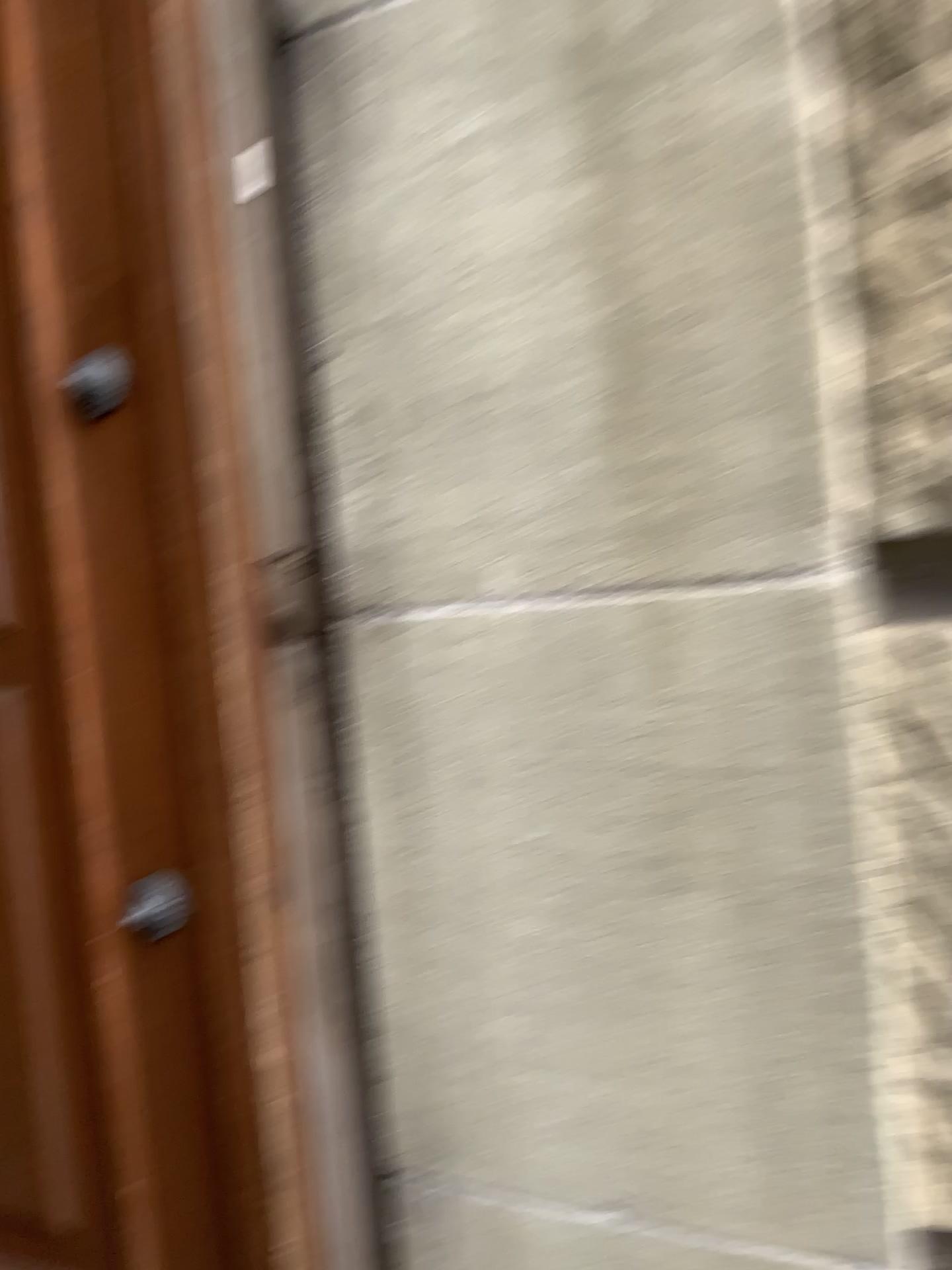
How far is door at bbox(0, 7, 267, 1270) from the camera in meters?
1.0 m

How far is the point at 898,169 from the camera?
0.74m

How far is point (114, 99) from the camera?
1.0m
